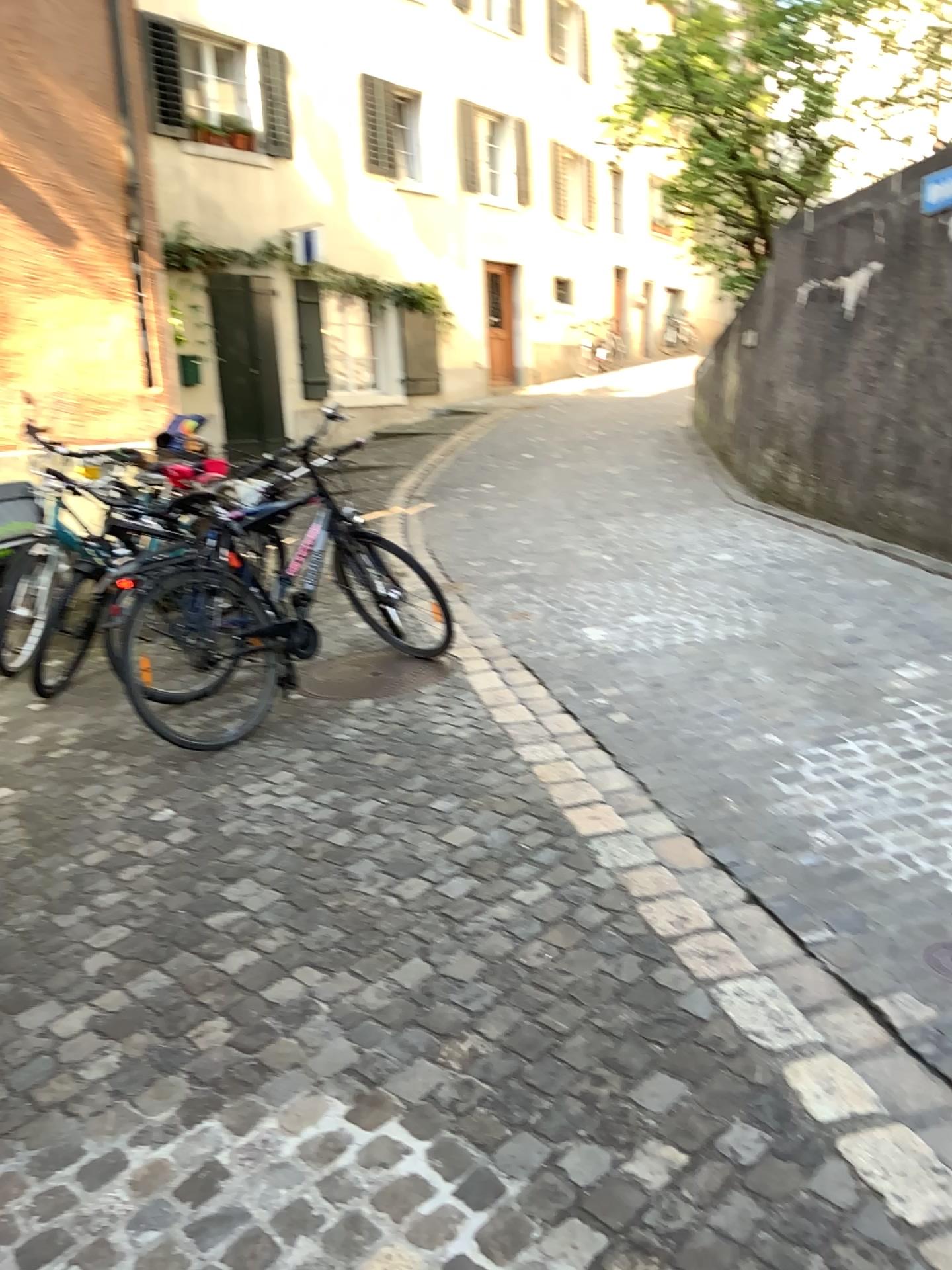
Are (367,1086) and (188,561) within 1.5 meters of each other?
no

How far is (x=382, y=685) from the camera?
4.62m

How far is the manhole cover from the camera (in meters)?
4.62
